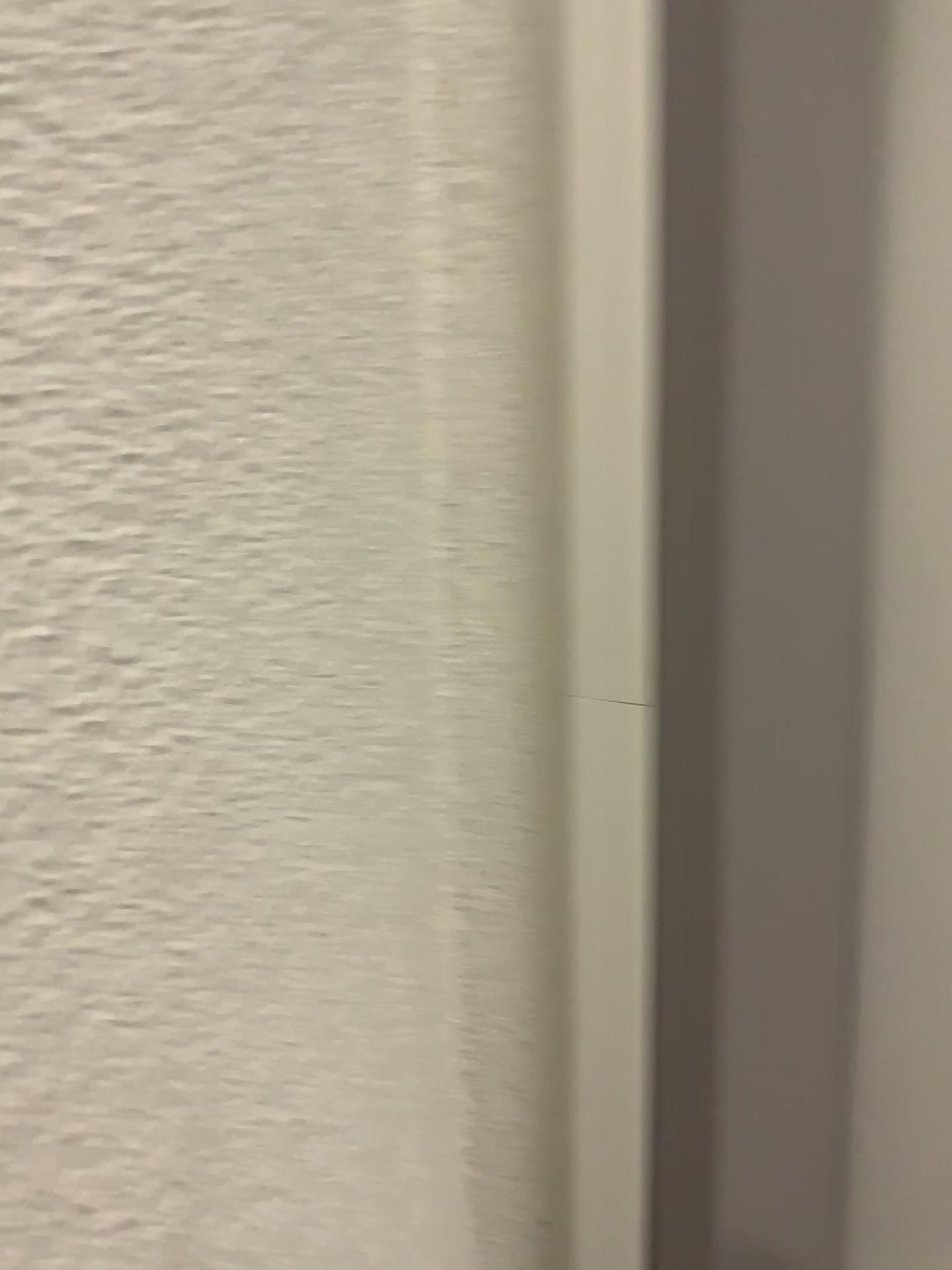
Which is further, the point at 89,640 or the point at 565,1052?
the point at 565,1052
